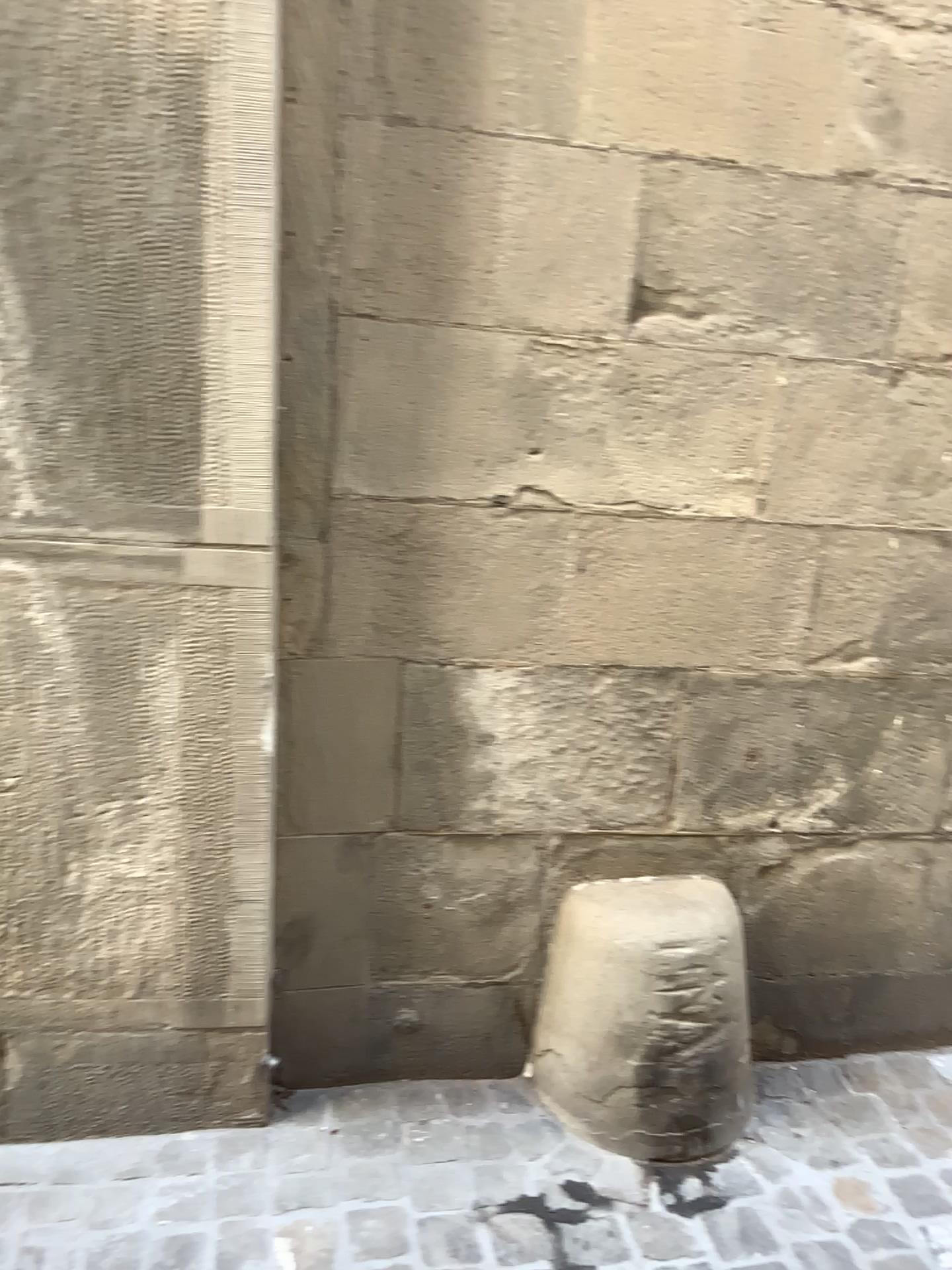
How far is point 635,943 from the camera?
2.0m

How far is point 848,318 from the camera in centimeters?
194cm

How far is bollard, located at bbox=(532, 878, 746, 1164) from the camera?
2.0 meters
